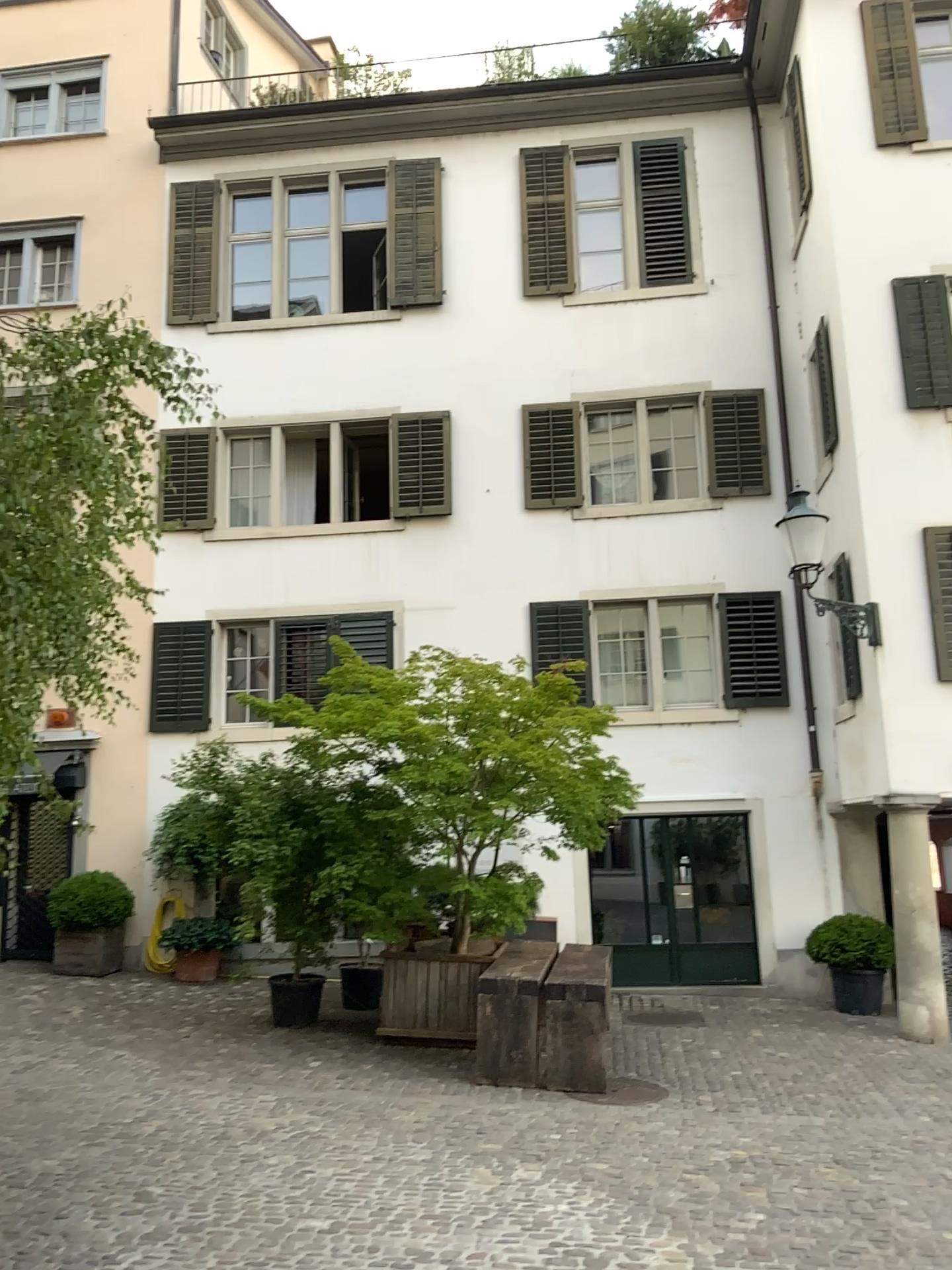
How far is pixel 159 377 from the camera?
4.4 meters
